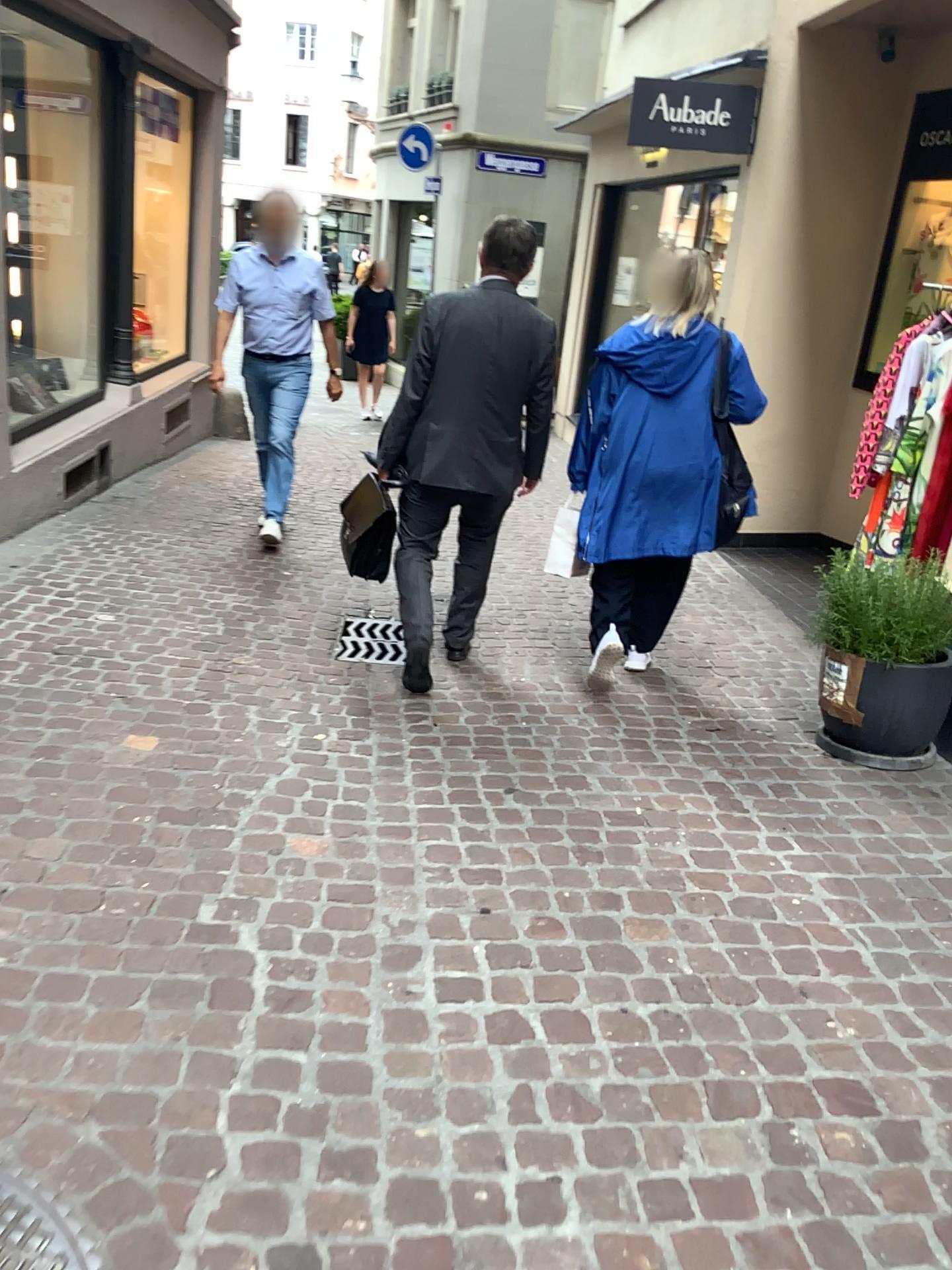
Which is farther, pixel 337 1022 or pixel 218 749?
pixel 218 749

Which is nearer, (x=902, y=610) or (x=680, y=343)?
(x=902, y=610)

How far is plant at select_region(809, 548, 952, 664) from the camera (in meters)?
3.35

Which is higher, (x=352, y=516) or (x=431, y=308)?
(x=431, y=308)

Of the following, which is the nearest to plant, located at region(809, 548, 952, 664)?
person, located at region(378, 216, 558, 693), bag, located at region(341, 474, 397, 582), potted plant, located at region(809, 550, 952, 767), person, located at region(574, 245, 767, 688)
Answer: potted plant, located at region(809, 550, 952, 767)

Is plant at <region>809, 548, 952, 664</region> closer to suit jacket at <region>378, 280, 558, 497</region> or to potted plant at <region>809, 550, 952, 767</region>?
potted plant at <region>809, 550, 952, 767</region>

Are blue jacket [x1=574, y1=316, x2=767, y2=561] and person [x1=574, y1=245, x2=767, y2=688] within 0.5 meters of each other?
yes

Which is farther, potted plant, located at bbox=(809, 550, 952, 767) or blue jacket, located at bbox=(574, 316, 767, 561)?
blue jacket, located at bbox=(574, 316, 767, 561)

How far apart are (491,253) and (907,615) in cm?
181

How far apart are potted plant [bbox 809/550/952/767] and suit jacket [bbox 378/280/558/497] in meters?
1.1 m
